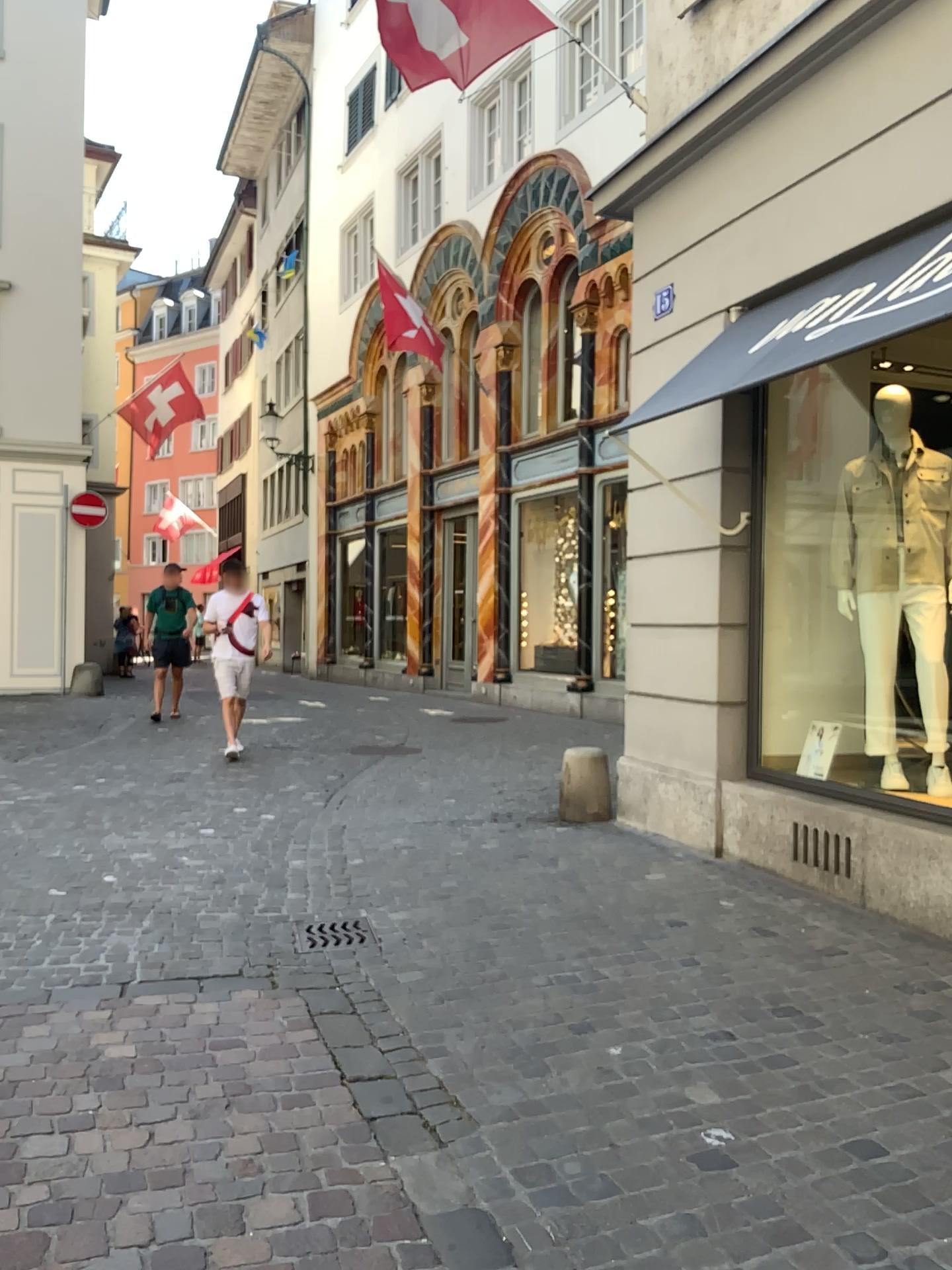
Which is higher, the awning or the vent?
the awning

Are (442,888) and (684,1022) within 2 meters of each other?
yes

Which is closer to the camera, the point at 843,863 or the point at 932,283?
the point at 932,283

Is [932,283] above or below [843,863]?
above

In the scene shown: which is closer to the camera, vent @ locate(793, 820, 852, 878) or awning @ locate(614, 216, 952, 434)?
awning @ locate(614, 216, 952, 434)
